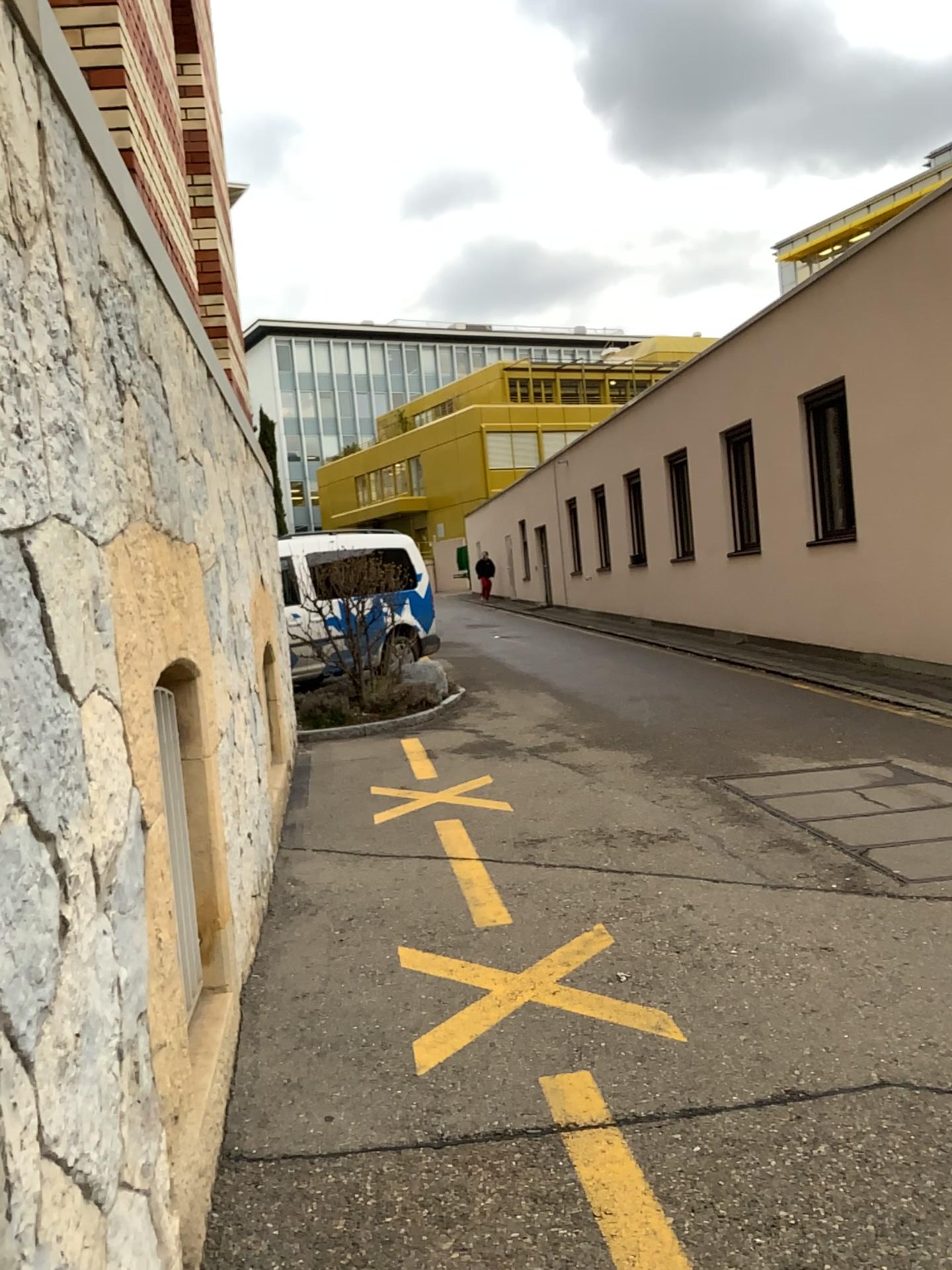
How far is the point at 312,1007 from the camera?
3.4 meters
